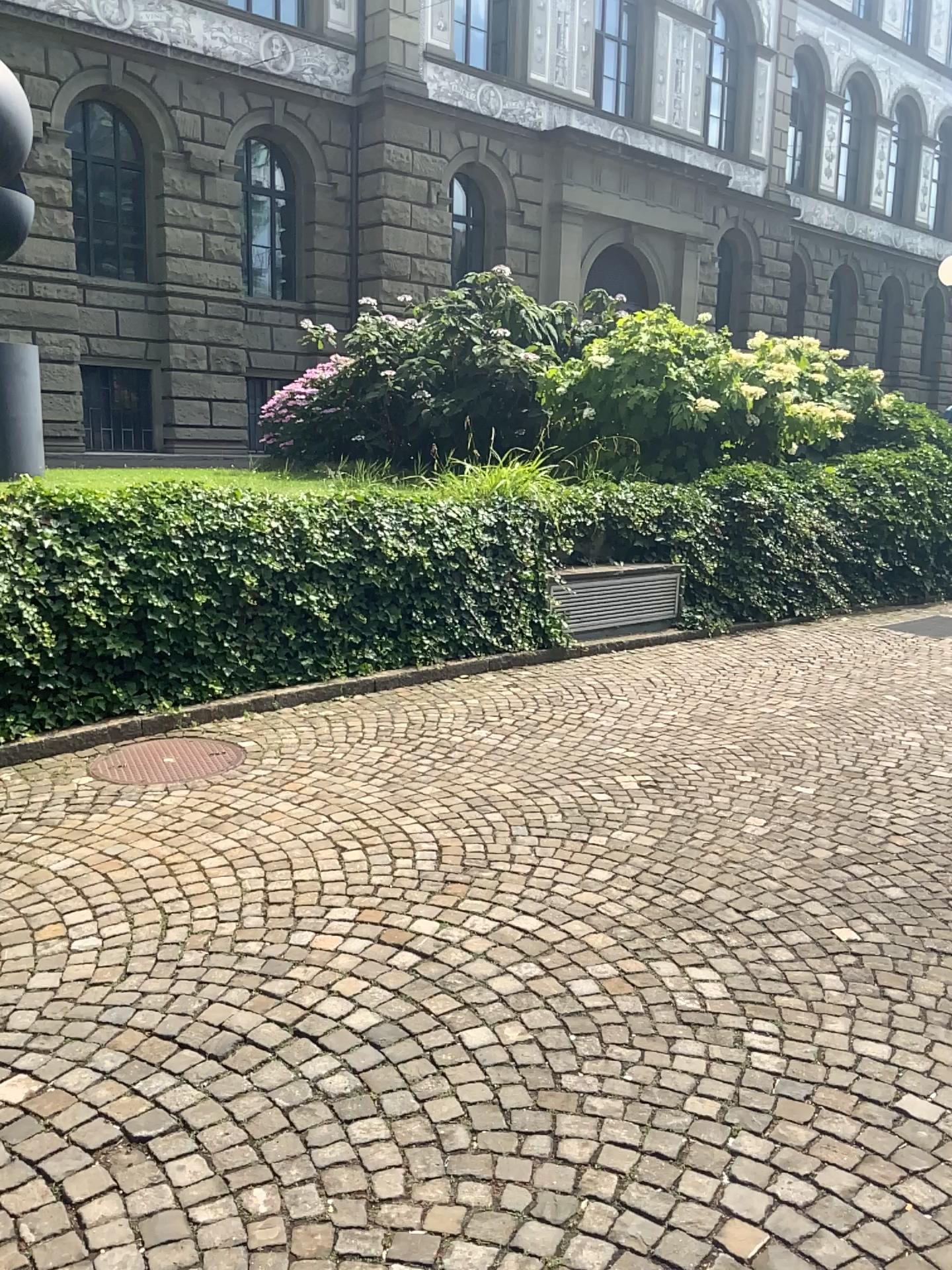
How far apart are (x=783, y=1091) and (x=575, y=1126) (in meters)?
0.57
